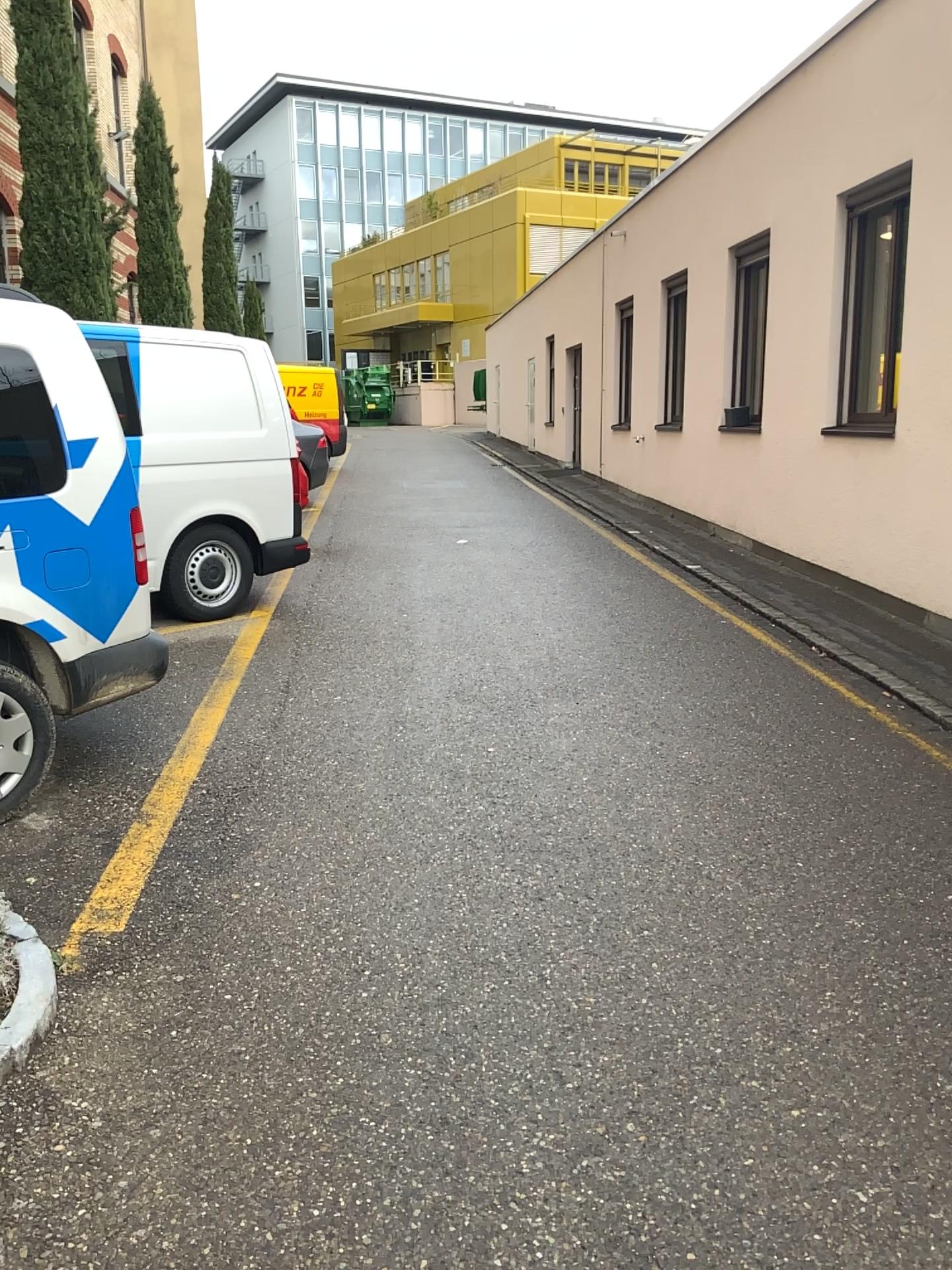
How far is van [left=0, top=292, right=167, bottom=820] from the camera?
3.7m

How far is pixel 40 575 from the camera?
3.70m

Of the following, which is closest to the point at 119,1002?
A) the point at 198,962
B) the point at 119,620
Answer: the point at 198,962
